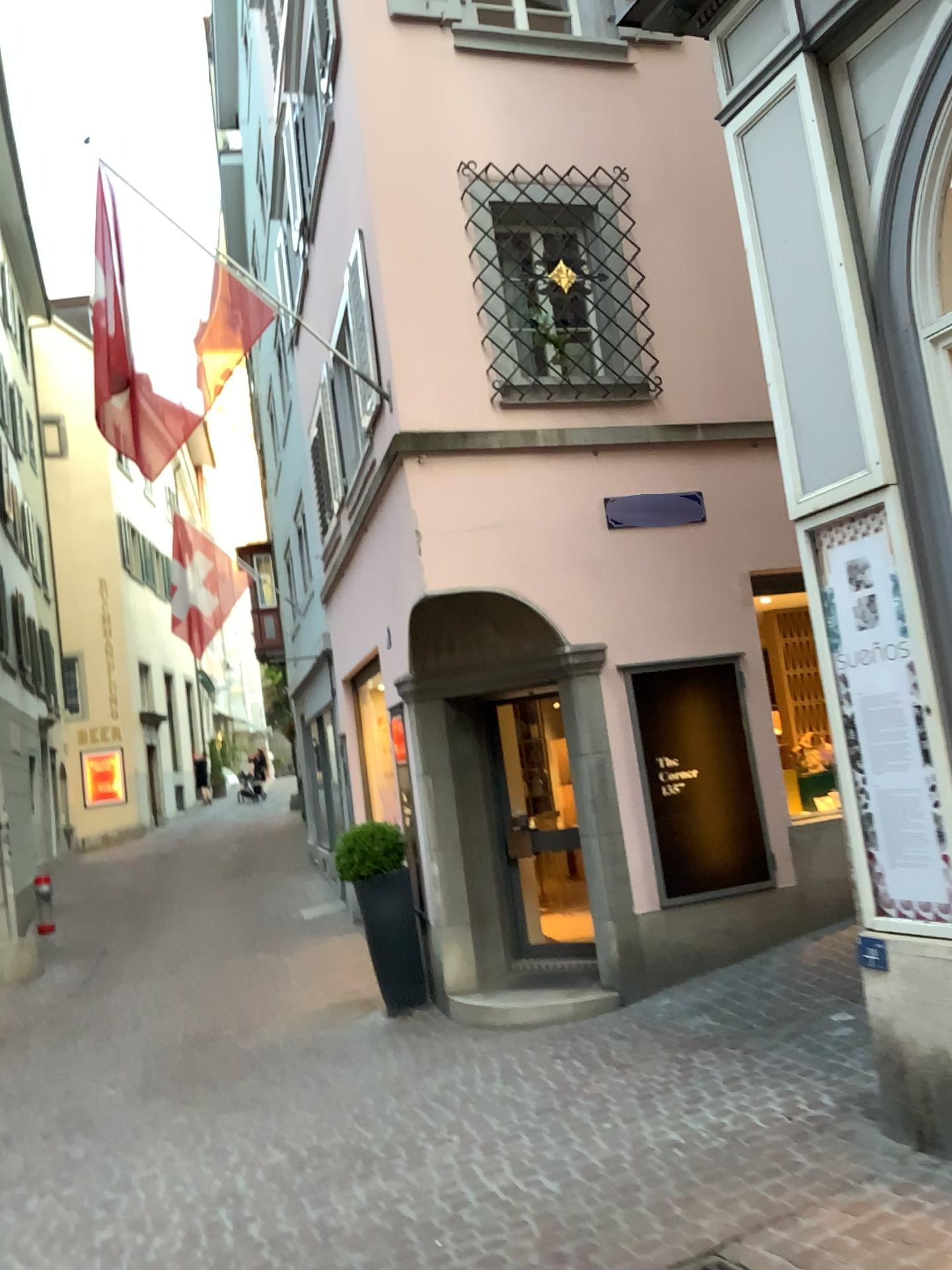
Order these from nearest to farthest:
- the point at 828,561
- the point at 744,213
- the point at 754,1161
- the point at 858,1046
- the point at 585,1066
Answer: the point at 754,1161, the point at 828,561, the point at 744,213, the point at 858,1046, the point at 585,1066

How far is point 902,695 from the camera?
3.9 meters

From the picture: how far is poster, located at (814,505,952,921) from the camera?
3.9 meters
